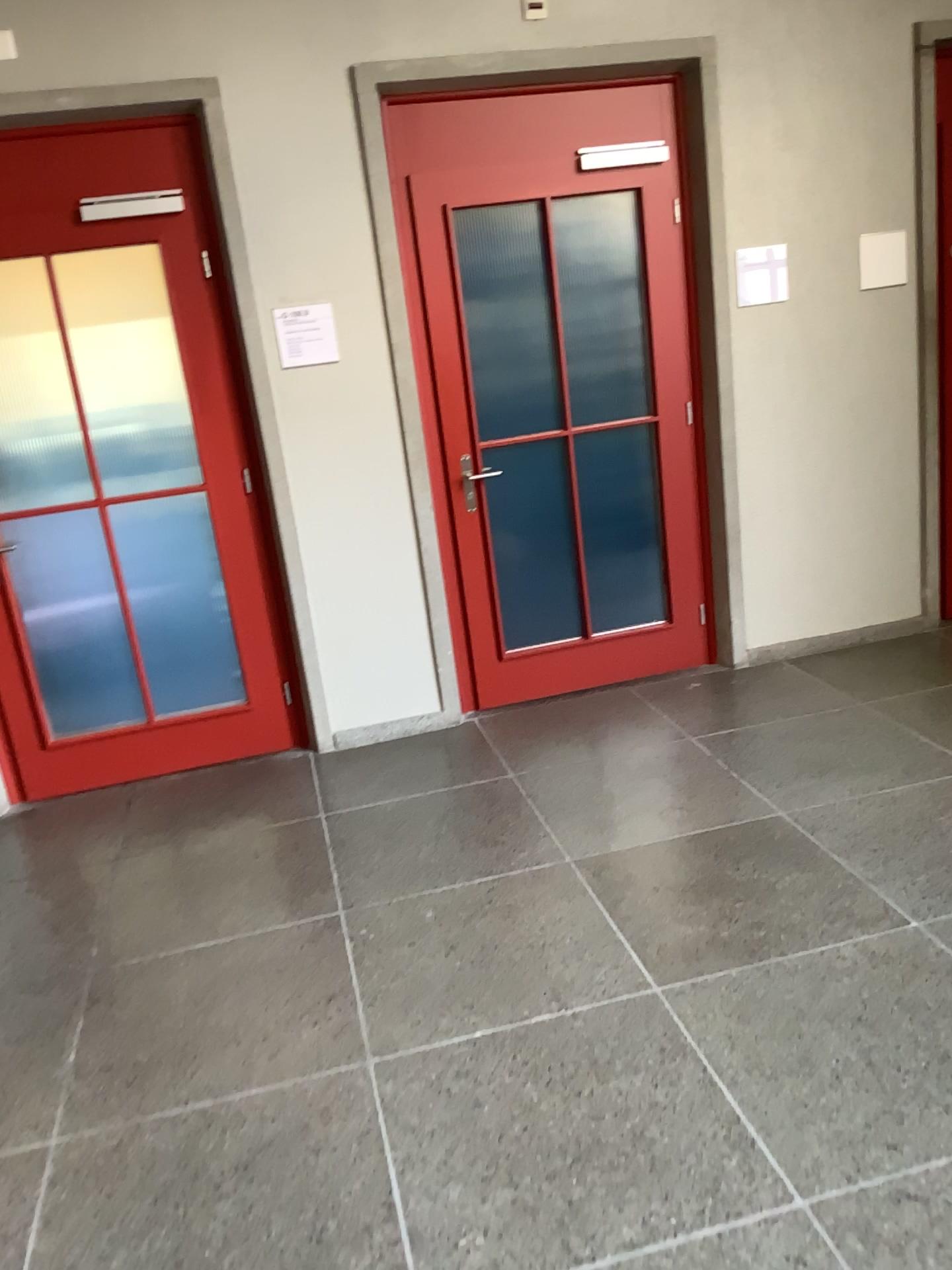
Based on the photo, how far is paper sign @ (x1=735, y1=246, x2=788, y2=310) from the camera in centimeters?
421cm

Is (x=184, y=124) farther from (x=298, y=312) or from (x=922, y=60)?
(x=922, y=60)

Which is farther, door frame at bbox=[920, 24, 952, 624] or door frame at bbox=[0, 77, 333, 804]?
door frame at bbox=[920, 24, 952, 624]

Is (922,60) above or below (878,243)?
above

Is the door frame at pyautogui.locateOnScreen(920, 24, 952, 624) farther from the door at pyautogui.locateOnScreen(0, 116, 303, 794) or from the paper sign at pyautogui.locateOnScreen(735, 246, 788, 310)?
the door at pyautogui.locateOnScreen(0, 116, 303, 794)

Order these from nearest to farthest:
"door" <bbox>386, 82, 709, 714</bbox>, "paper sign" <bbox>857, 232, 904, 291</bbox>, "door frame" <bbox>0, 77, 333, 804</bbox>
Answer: "door frame" <bbox>0, 77, 333, 804</bbox>
"door" <bbox>386, 82, 709, 714</bbox>
"paper sign" <bbox>857, 232, 904, 291</bbox>

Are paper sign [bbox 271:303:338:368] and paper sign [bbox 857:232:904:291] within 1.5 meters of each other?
no

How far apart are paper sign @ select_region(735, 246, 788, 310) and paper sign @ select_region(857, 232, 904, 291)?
0.37m

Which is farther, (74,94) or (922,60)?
(922,60)

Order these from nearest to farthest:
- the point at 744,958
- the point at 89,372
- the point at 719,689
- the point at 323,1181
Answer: the point at 323,1181
the point at 744,958
the point at 89,372
the point at 719,689
